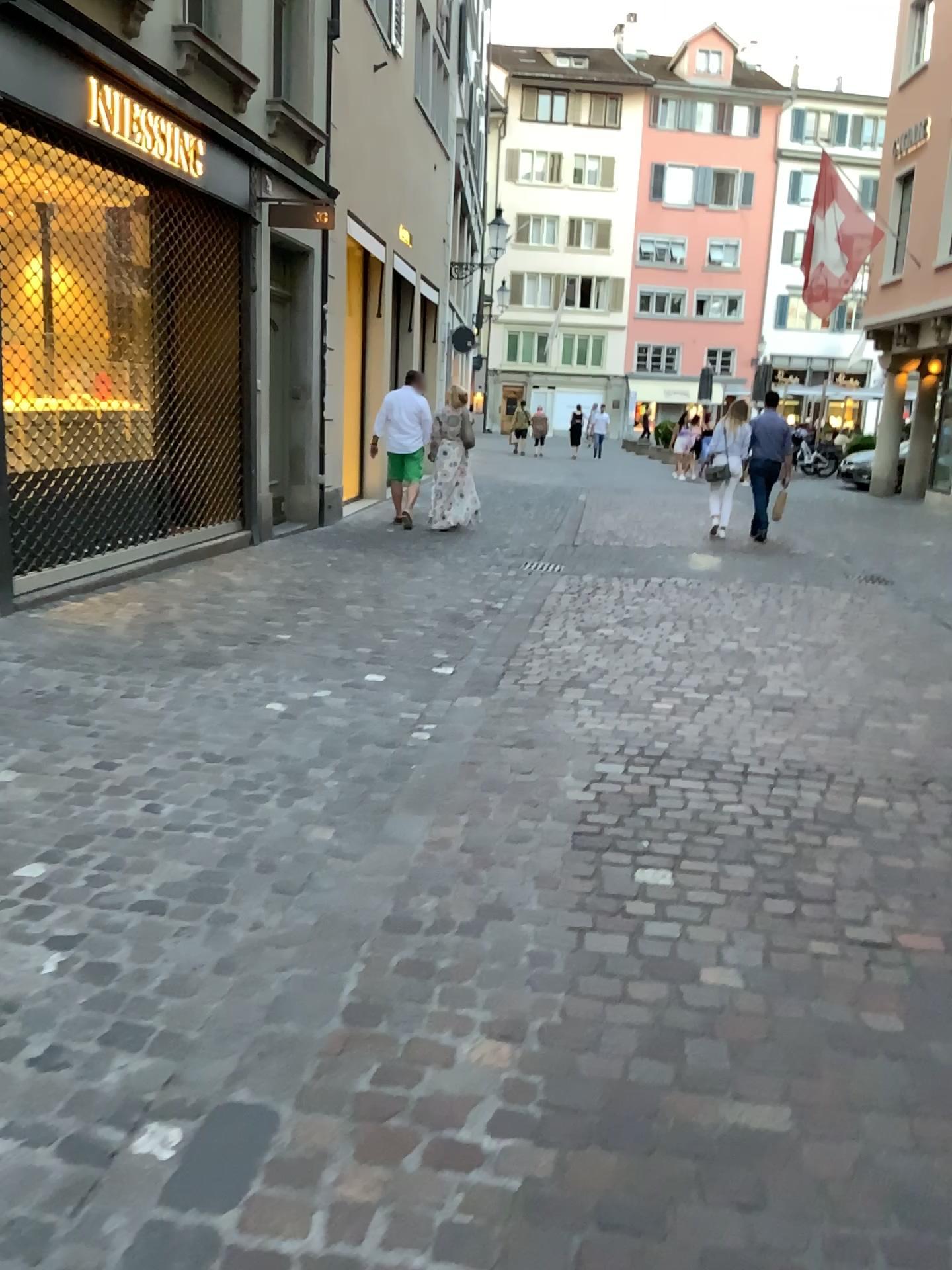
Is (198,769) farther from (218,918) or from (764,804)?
(764,804)
